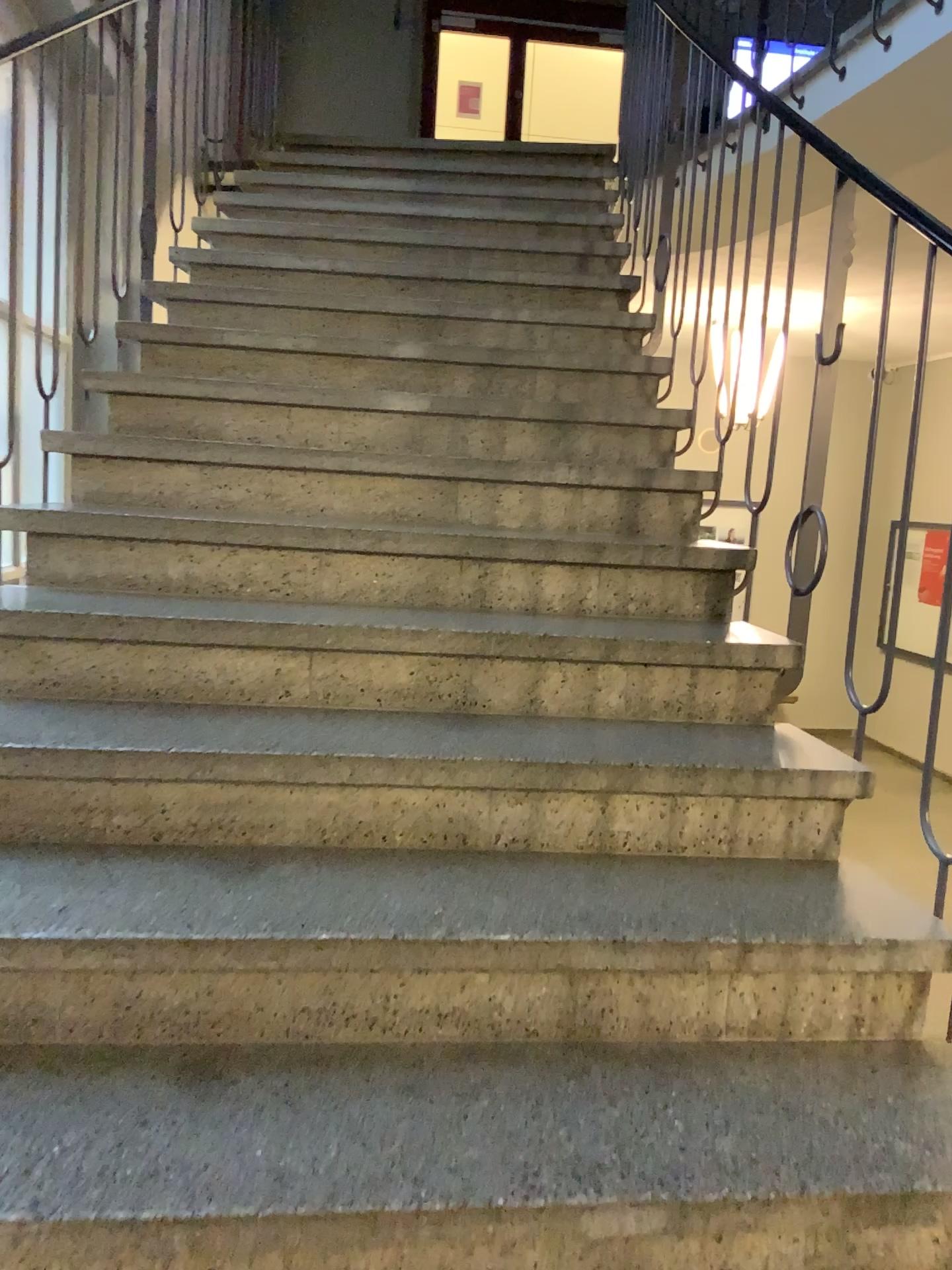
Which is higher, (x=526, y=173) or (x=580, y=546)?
(x=526, y=173)

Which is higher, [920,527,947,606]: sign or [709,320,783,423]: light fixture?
[709,320,783,423]: light fixture

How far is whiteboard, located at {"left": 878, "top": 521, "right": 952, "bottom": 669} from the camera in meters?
1.7 m

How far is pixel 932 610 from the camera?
1.7m

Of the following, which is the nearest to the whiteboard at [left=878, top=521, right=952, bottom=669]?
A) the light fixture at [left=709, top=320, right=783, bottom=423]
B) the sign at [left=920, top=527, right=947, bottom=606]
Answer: the sign at [left=920, top=527, right=947, bottom=606]

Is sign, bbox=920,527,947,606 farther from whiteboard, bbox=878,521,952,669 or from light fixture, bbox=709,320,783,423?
light fixture, bbox=709,320,783,423

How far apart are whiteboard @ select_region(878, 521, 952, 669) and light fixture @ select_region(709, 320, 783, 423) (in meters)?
0.72

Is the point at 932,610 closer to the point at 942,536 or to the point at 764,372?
the point at 942,536

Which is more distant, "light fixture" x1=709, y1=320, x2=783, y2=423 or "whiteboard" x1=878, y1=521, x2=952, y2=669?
"light fixture" x1=709, y1=320, x2=783, y2=423

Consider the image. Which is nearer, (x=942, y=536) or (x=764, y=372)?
(x=942, y=536)
